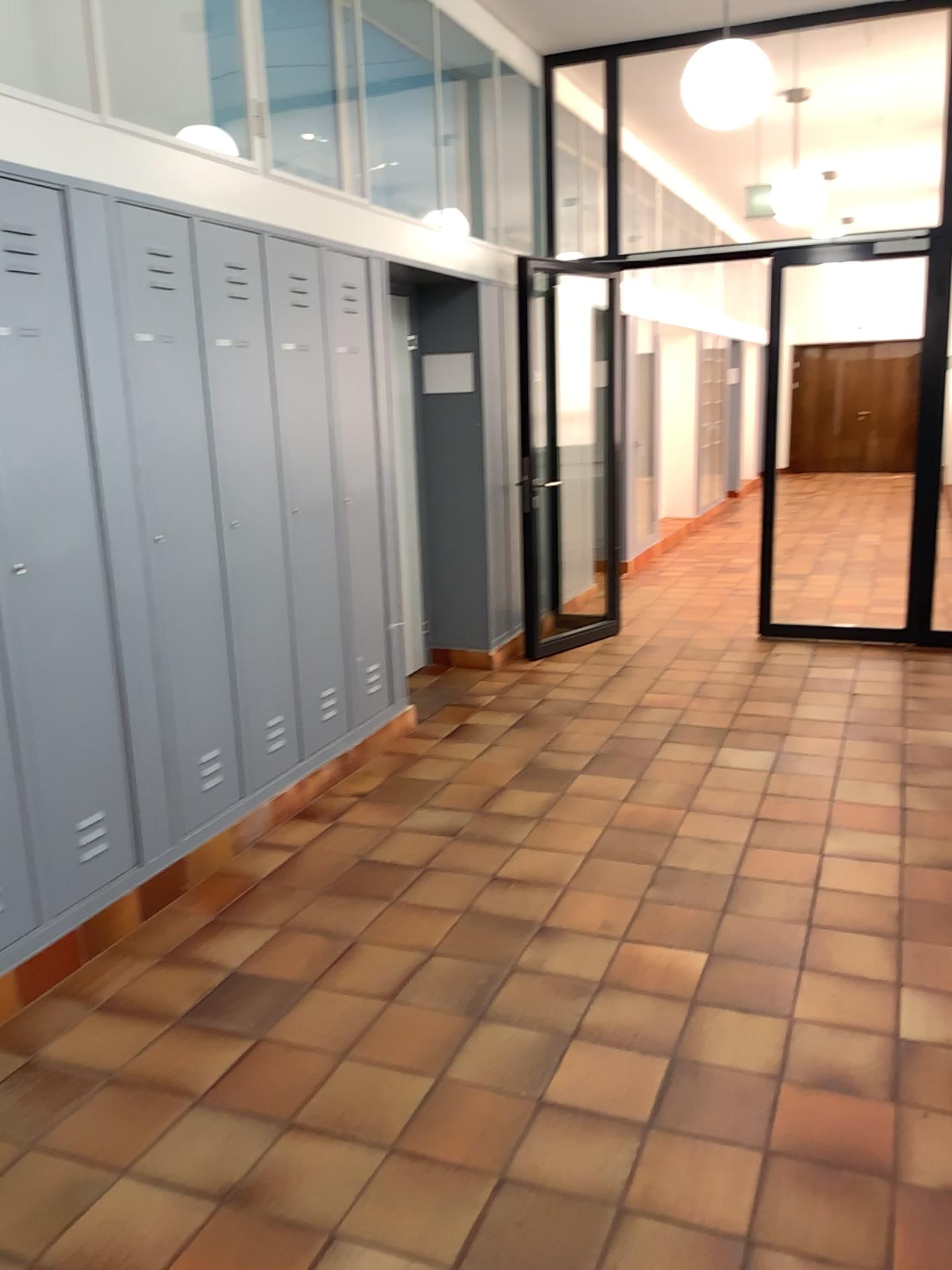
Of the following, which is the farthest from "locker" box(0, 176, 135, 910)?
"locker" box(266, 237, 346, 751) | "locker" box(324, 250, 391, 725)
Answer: "locker" box(324, 250, 391, 725)

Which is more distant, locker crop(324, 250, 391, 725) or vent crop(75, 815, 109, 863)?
locker crop(324, 250, 391, 725)

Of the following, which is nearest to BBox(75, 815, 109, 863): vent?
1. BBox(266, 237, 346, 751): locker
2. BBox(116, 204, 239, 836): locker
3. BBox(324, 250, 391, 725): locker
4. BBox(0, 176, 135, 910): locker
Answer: BBox(0, 176, 135, 910): locker

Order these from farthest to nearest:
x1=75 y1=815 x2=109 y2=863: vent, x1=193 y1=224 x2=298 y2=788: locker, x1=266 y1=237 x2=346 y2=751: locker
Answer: x1=266 y1=237 x2=346 y2=751: locker, x1=193 y1=224 x2=298 y2=788: locker, x1=75 y1=815 x2=109 y2=863: vent

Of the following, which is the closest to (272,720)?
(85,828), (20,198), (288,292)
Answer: (85,828)

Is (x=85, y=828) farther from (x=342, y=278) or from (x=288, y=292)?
(x=342, y=278)

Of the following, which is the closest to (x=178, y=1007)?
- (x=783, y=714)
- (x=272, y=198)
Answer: (x=272, y=198)

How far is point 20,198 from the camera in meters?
2.8 m

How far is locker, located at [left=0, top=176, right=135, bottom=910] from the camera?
2.77m

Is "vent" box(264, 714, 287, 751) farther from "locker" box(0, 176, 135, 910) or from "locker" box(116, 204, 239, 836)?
"locker" box(0, 176, 135, 910)
